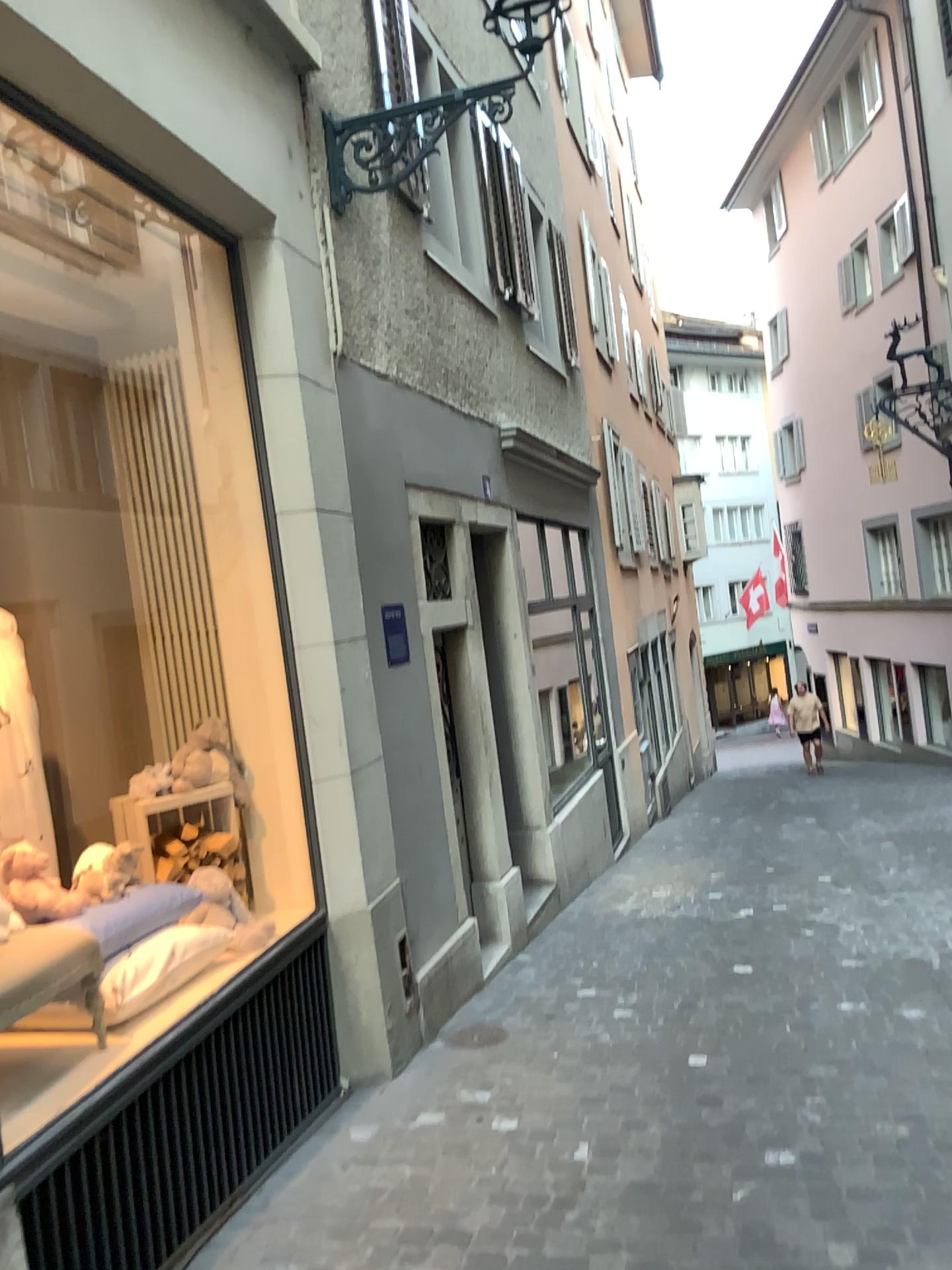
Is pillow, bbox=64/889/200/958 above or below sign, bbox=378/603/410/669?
below

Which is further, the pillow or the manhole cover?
the manhole cover

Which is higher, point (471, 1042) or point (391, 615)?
point (391, 615)

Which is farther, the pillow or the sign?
the sign

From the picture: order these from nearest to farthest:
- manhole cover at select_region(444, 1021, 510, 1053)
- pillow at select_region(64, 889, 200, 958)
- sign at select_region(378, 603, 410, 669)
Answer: pillow at select_region(64, 889, 200, 958), manhole cover at select_region(444, 1021, 510, 1053), sign at select_region(378, 603, 410, 669)

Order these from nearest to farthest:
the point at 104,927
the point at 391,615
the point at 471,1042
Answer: the point at 104,927 → the point at 471,1042 → the point at 391,615

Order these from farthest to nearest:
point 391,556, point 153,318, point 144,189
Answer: point 391,556 → point 153,318 → point 144,189

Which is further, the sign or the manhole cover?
the sign

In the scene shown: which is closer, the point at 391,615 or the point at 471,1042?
the point at 471,1042

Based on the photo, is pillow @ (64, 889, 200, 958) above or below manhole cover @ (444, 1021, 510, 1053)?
above
